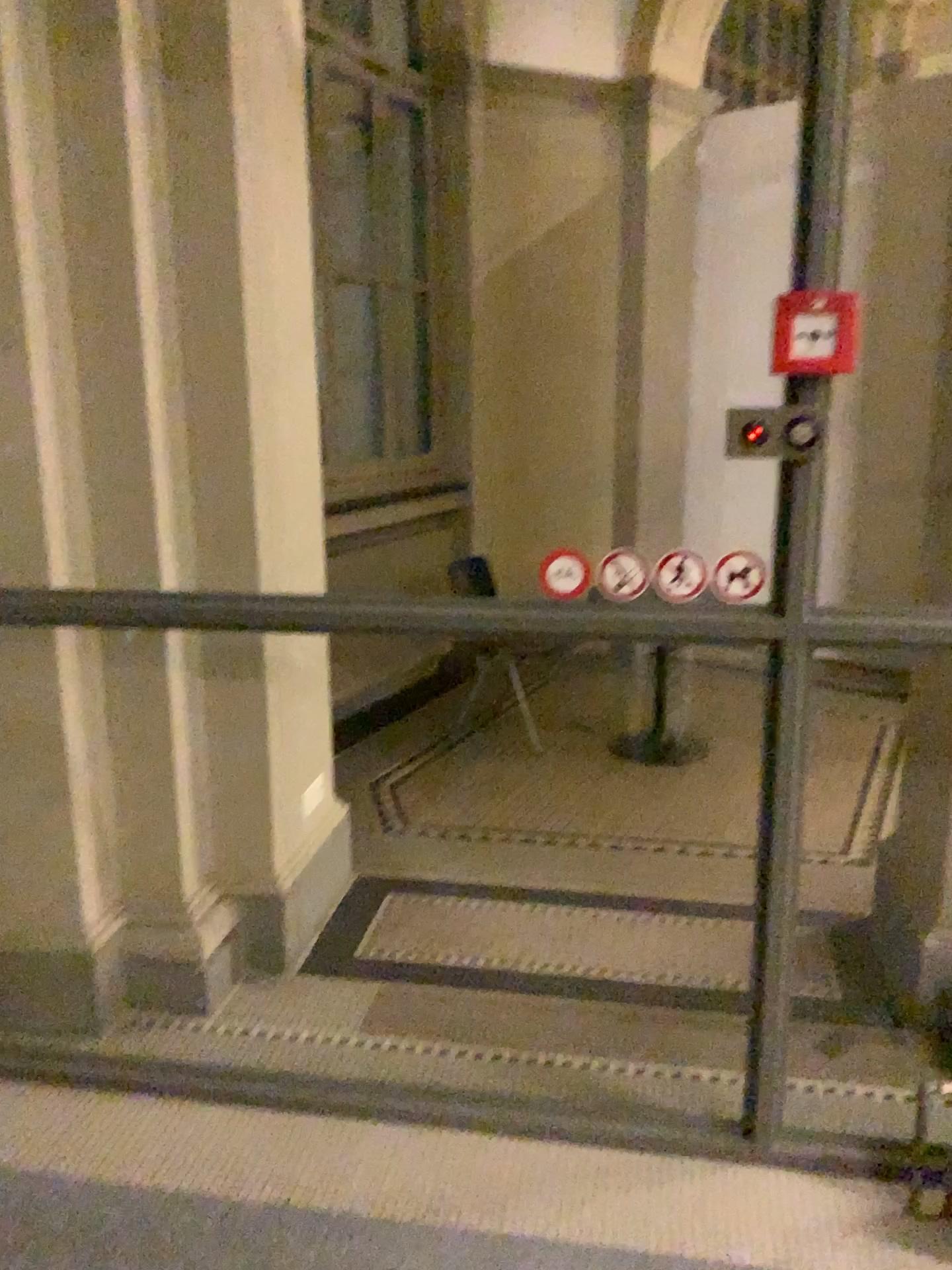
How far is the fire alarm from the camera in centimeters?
178cm

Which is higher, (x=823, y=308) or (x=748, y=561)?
(x=823, y=308)

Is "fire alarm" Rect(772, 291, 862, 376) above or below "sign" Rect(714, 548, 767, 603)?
above

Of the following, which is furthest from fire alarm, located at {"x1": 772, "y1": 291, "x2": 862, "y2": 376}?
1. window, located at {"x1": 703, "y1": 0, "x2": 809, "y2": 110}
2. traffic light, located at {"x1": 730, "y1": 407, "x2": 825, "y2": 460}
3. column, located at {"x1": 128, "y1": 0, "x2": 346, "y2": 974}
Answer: column, located at {"x1": 128, "y1": 0, "x2": 346, "y2": 974}

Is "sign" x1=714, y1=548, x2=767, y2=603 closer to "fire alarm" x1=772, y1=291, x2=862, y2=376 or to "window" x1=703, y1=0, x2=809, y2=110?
"fire alarm" x1=772, y1=291, x2=862, y2=376

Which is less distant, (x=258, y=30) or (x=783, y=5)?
(x=783, y=5)

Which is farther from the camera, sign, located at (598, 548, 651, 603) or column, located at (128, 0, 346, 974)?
column, located at (128, 0, 346, 974)

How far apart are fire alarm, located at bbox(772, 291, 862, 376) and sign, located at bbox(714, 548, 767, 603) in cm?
36

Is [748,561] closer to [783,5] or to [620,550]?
[620,550]

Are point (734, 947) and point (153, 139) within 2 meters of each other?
no
